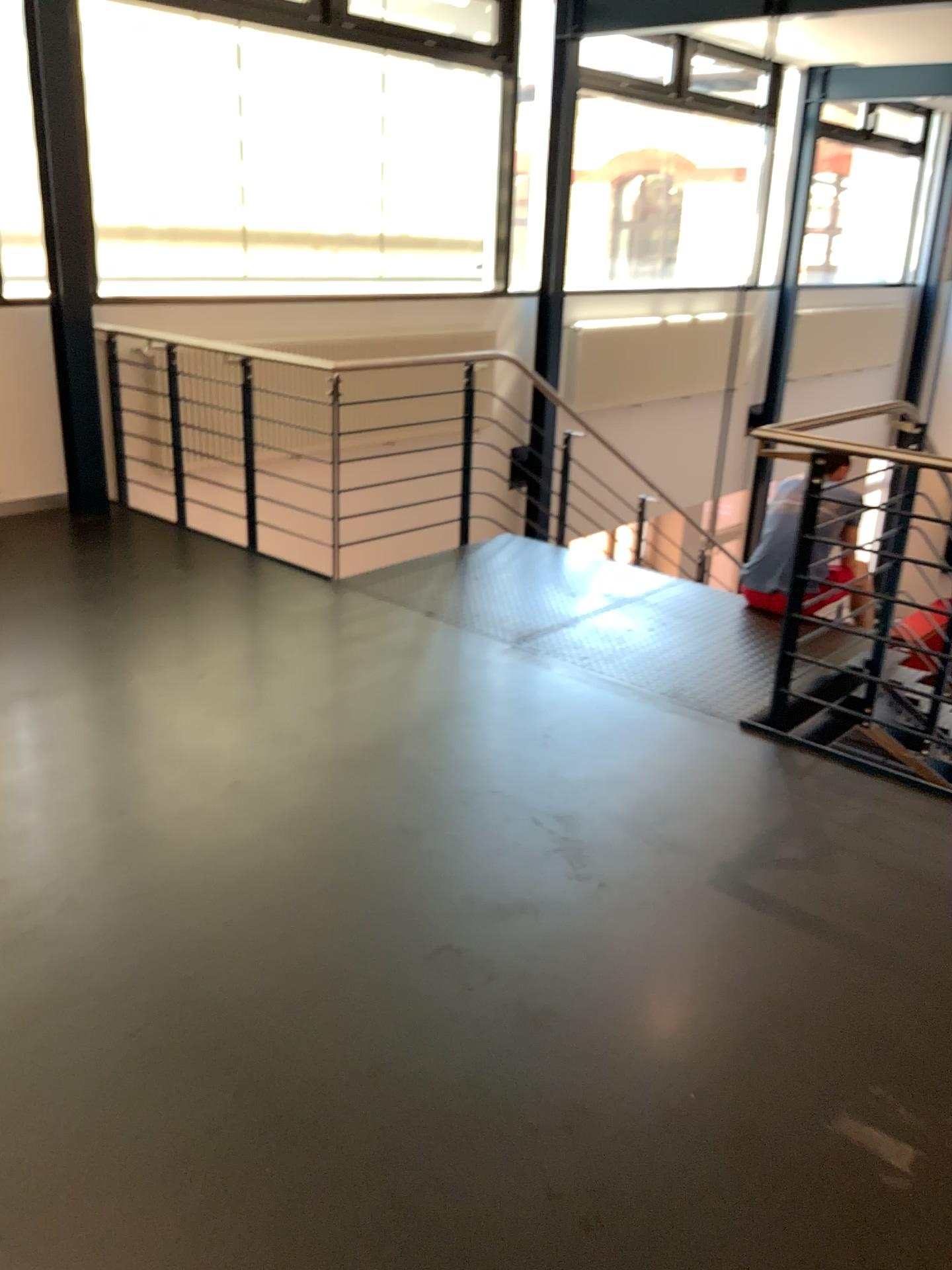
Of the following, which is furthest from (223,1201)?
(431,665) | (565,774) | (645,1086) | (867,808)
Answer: (431,665)
